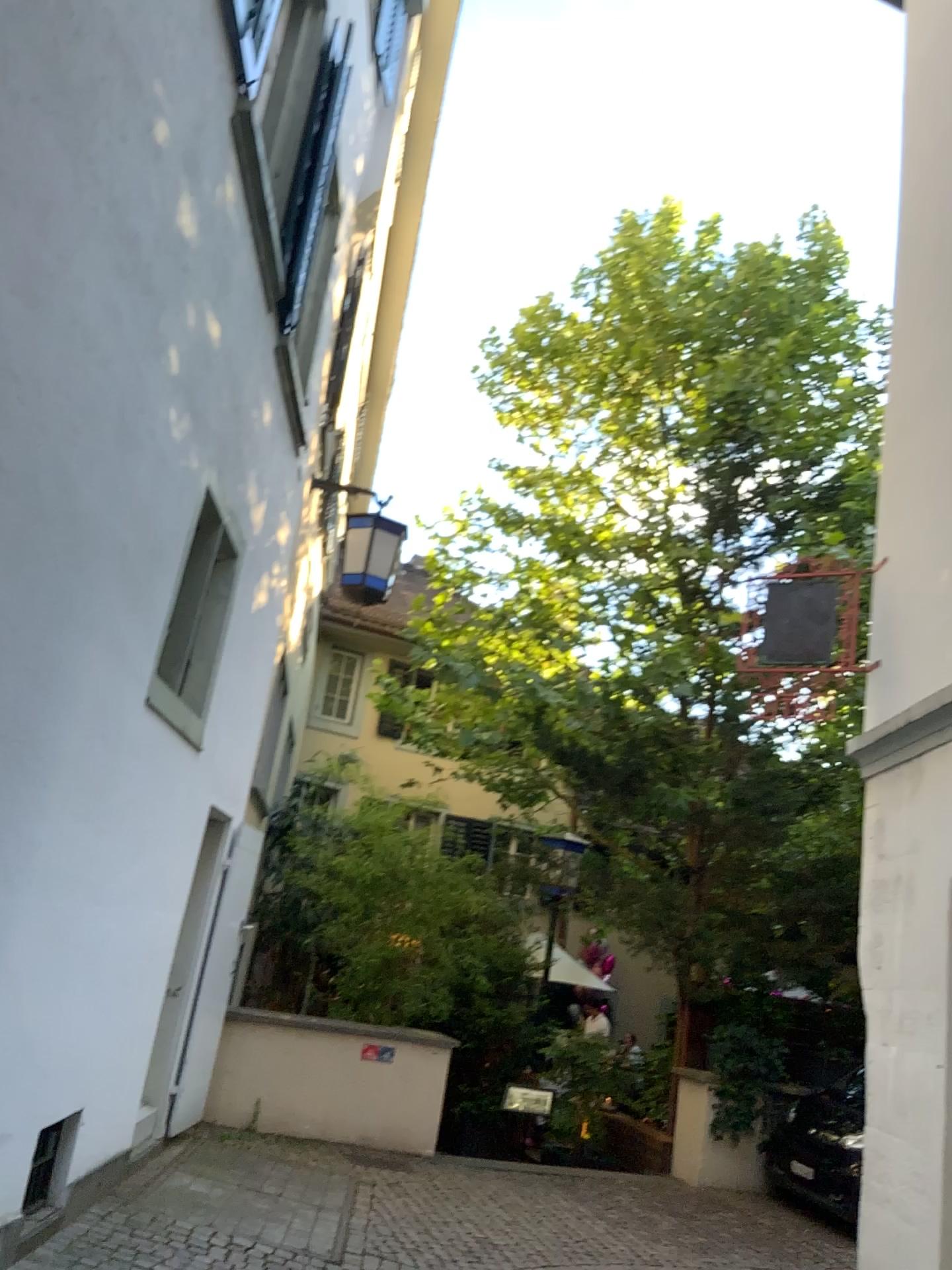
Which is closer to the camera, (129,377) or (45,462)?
(45,462)
